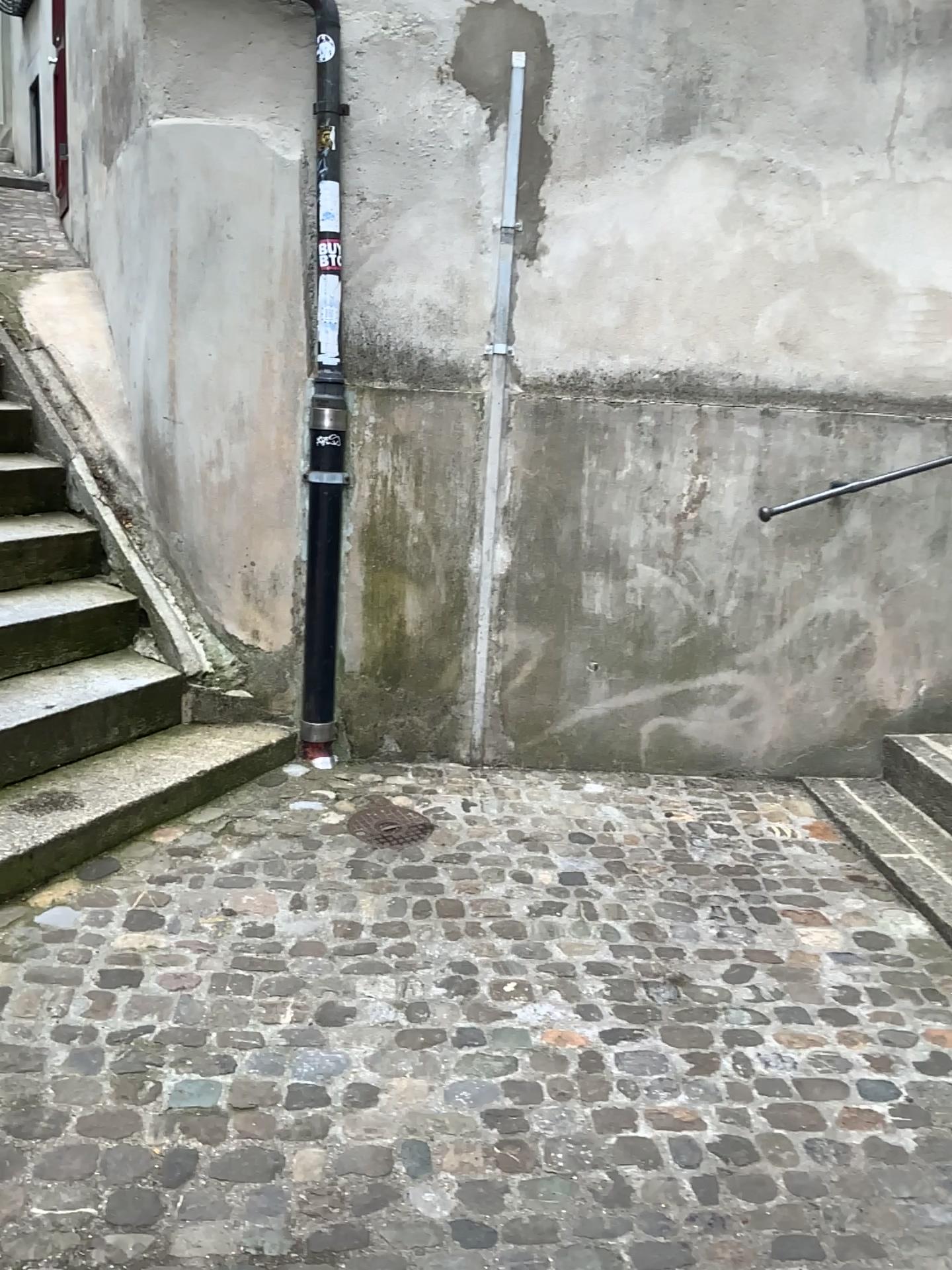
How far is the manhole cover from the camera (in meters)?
3.15

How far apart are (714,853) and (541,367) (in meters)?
1.65

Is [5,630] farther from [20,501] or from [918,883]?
[918,883]

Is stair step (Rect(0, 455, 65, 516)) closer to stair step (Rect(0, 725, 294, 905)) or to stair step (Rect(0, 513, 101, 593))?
stair step (Rect(0, 513, 101, 593))

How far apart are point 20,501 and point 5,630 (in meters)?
0.80

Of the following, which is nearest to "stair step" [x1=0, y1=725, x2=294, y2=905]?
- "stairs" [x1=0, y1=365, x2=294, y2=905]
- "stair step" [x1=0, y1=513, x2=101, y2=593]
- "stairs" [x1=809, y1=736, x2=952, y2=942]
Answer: "stairs" [x1=0, y1=365, x2=294, y2=905]

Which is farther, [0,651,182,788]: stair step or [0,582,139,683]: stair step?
[0,582,139,683]: stair step

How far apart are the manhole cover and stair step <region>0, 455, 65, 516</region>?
1.75m

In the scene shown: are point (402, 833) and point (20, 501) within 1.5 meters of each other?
no

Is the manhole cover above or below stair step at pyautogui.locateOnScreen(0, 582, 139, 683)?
below
